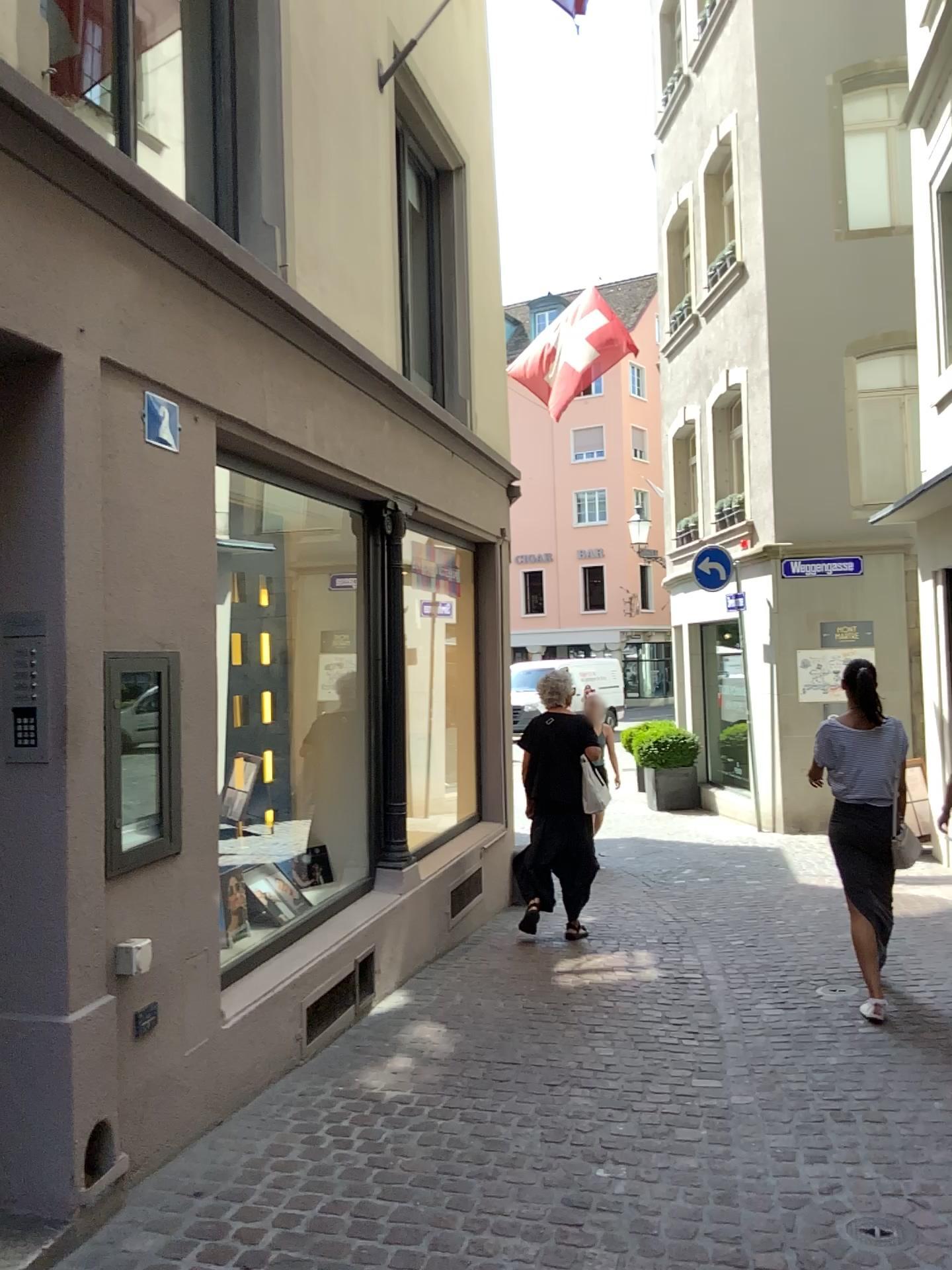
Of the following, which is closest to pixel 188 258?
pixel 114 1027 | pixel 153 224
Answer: pixel 153 224
